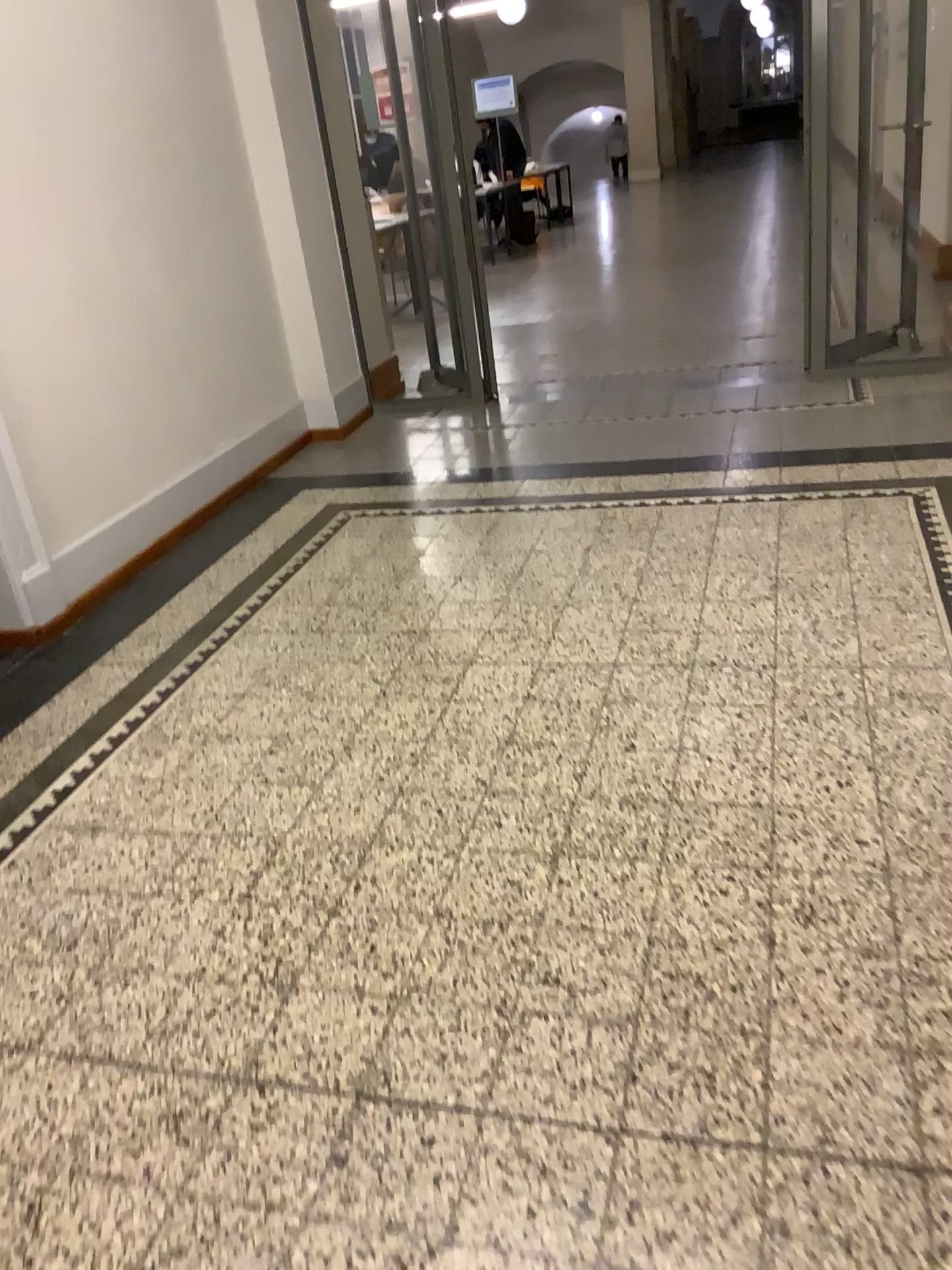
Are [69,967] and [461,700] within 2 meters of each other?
yes
